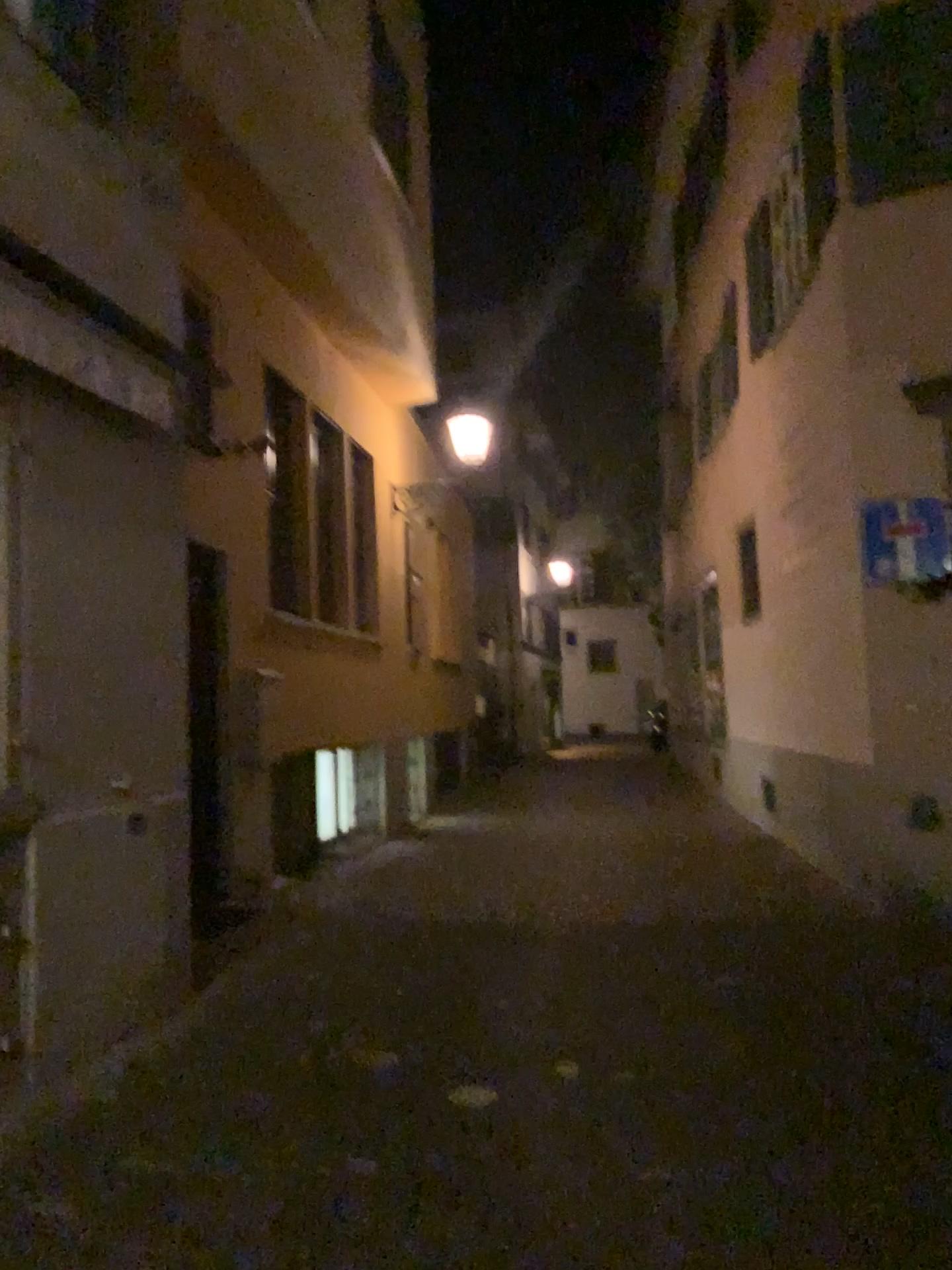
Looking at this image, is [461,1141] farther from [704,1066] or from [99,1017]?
[99,1017]
